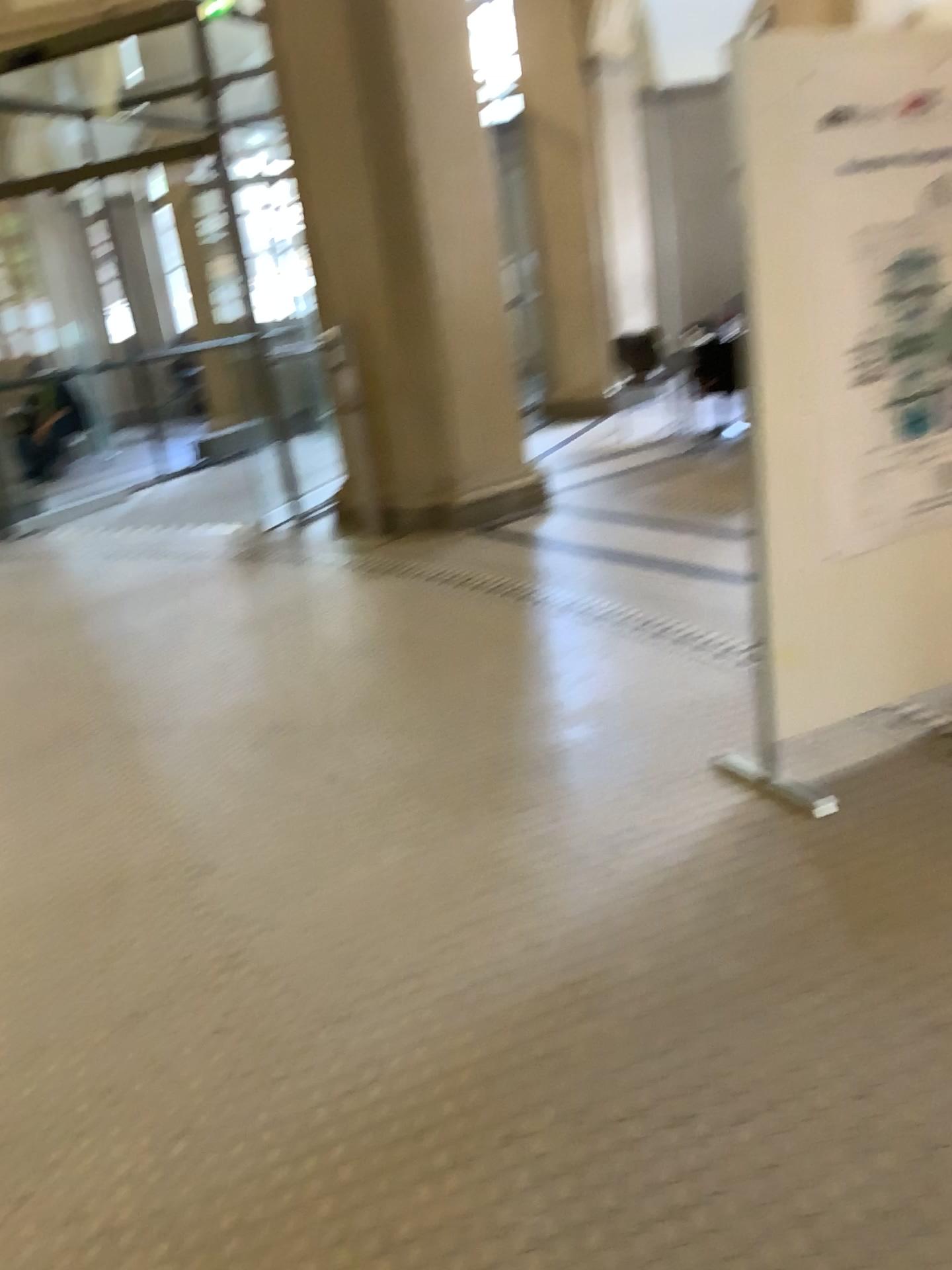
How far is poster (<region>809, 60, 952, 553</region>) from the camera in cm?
262

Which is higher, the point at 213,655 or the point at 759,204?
the point at 759,204

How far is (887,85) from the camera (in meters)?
2.62
